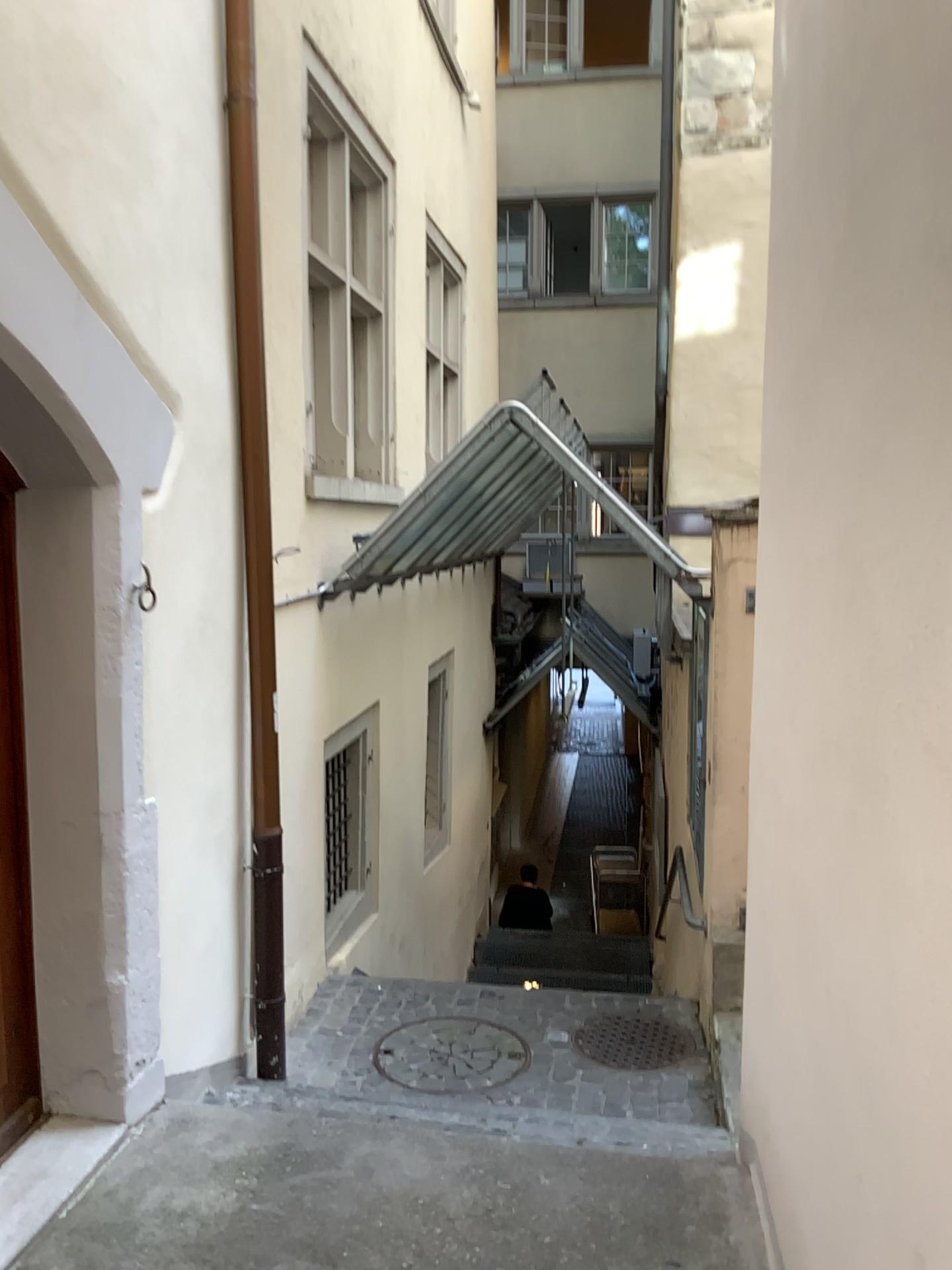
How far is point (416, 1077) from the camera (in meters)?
4.12

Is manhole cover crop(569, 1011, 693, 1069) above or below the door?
below

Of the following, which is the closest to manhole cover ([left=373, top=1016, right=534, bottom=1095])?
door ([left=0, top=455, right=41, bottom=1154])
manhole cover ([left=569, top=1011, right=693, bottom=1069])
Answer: manhole cover ([left=569, top=1011, right=693, bottom=1069])

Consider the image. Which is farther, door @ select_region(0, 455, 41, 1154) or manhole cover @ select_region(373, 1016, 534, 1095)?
manhole cover @ select_region(373, 1016, 534, 1095)

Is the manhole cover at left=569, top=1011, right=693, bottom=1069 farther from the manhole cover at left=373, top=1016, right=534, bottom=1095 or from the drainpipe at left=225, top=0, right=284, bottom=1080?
the drainpipe at left=225, top=0, right=284, bottom=1080

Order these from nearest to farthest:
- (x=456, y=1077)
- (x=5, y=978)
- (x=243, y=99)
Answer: (x=5, y=978), (x=243, y=99), (x=456, y=1077)

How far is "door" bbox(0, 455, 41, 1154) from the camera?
2.8m

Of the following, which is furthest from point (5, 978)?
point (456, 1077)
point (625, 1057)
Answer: point (625, 1057)

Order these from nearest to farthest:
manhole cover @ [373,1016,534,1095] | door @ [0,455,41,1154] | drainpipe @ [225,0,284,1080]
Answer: door @ [0,455,41,1154]
drainpipe @ [225,0,284,1080]
manhole cover @ [373,1016,534,1095]

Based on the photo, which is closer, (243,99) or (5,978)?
(5,978)
